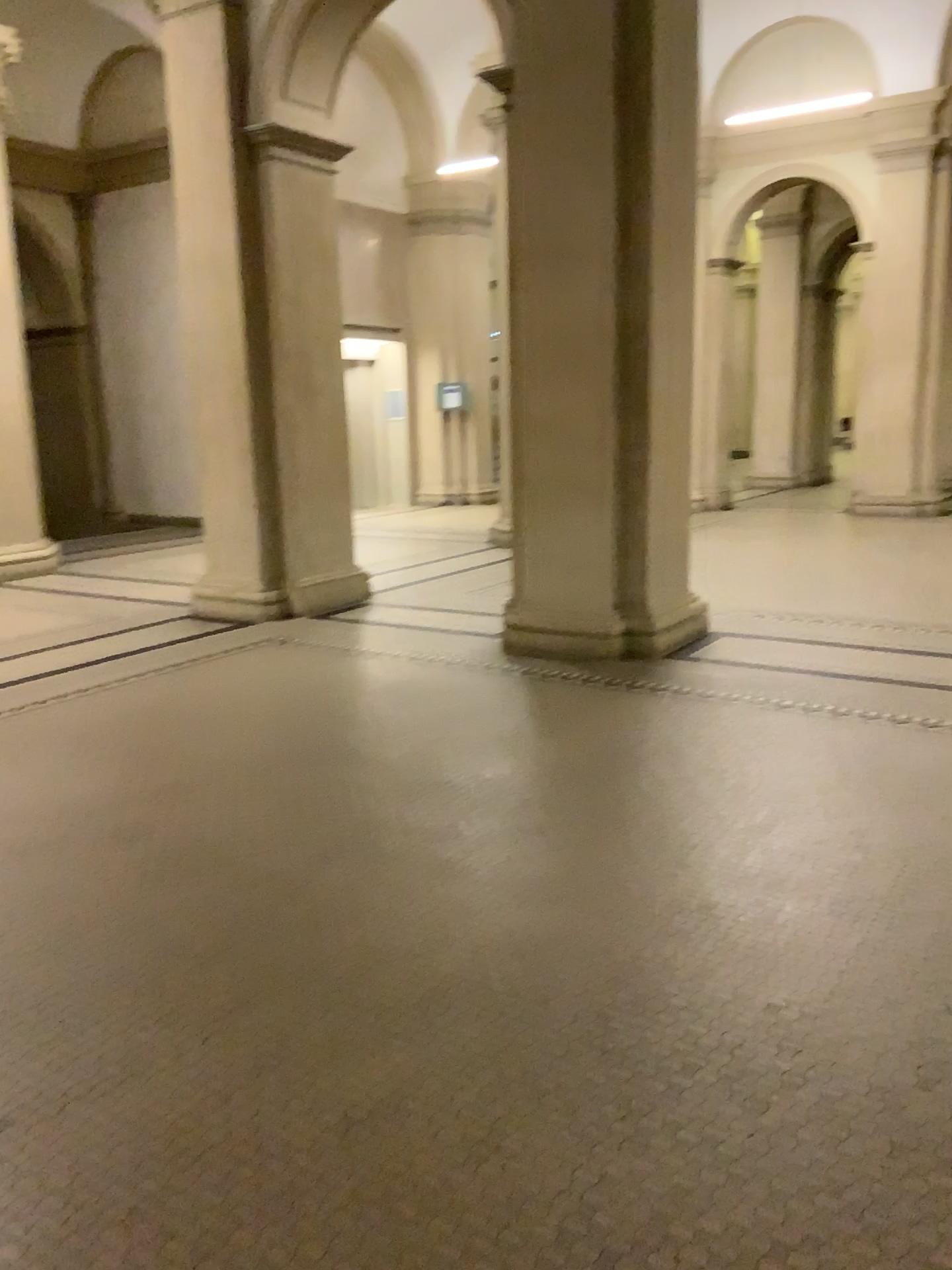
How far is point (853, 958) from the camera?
2.65m
